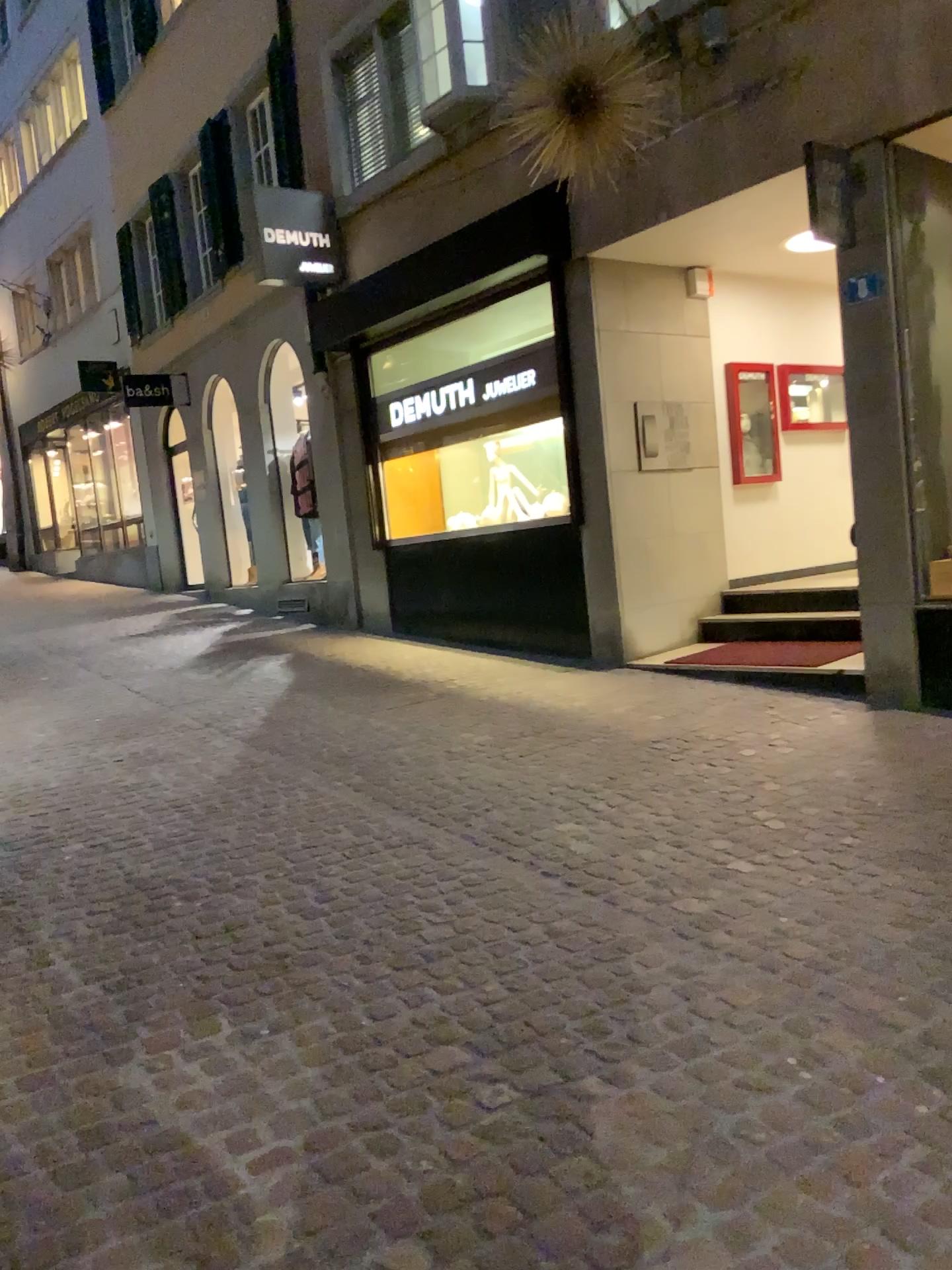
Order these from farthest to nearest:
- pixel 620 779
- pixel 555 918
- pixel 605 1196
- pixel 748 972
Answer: Answer: 1. pixel 620 779
2. pixel 555 918
3. pixel 748 972
4. pixel 605 1196
